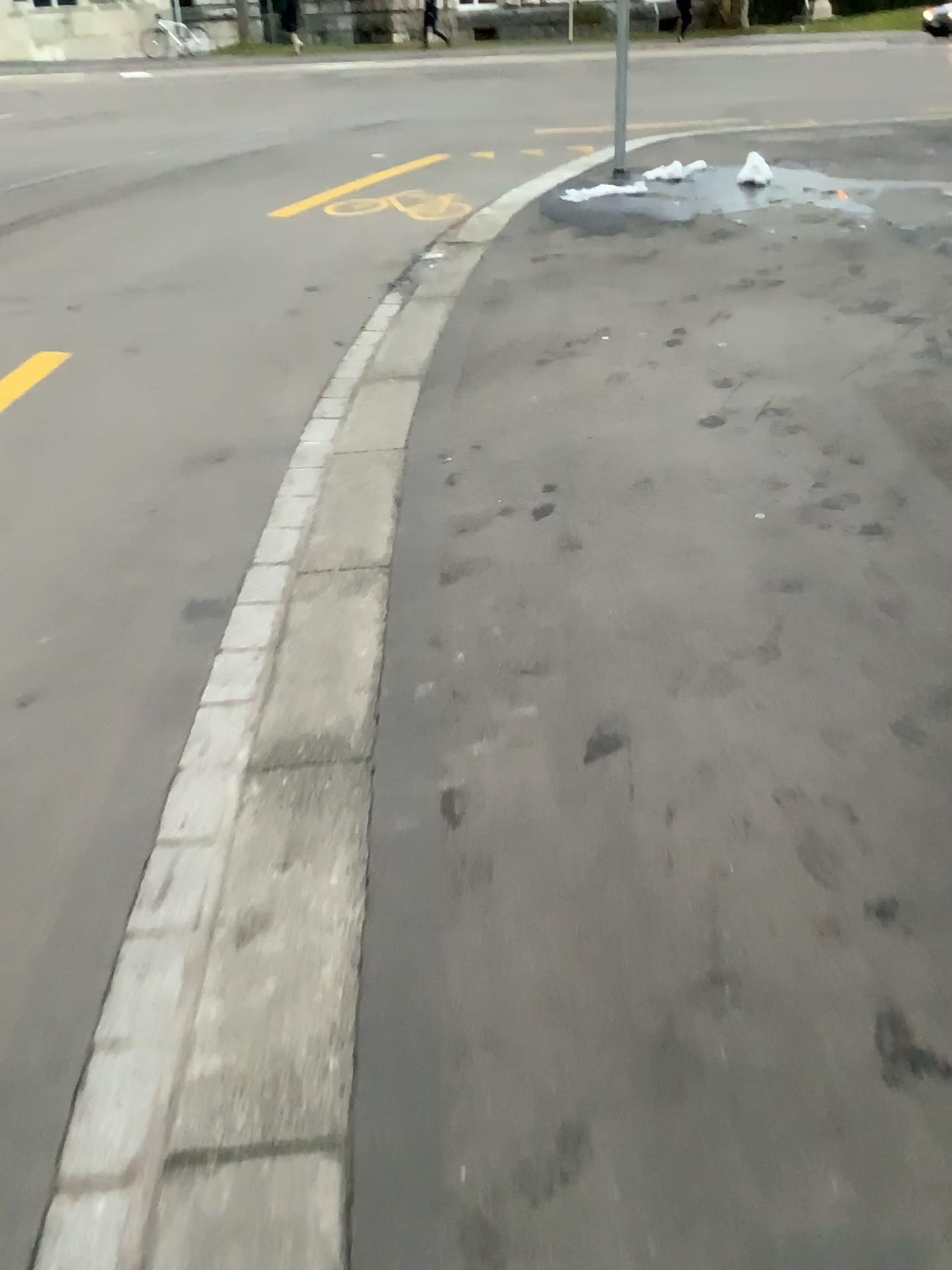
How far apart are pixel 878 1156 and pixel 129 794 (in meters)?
1.45
